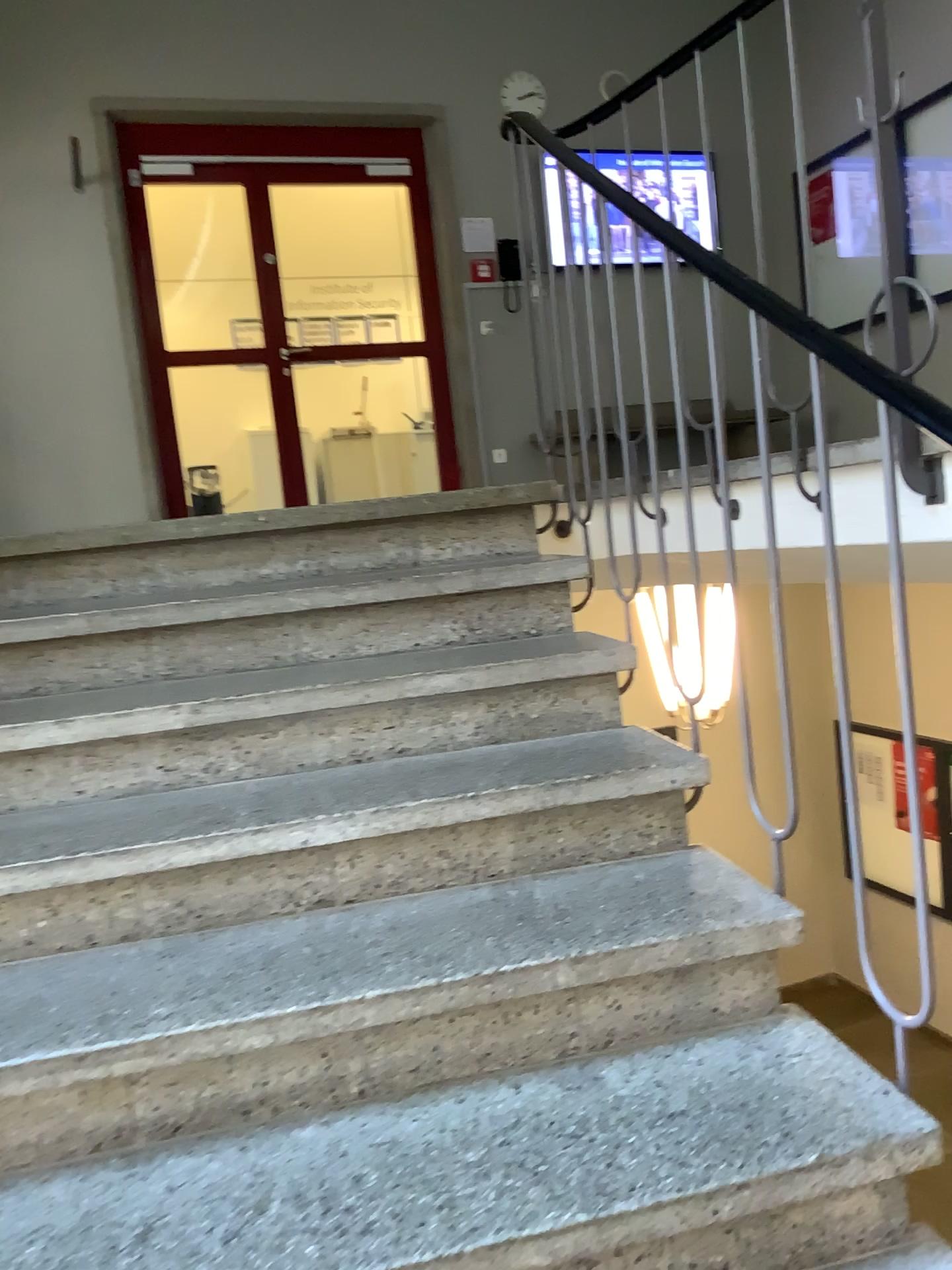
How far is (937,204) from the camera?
1.8 meters

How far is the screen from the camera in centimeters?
184cm

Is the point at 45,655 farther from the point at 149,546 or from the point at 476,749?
the point at 476,749
